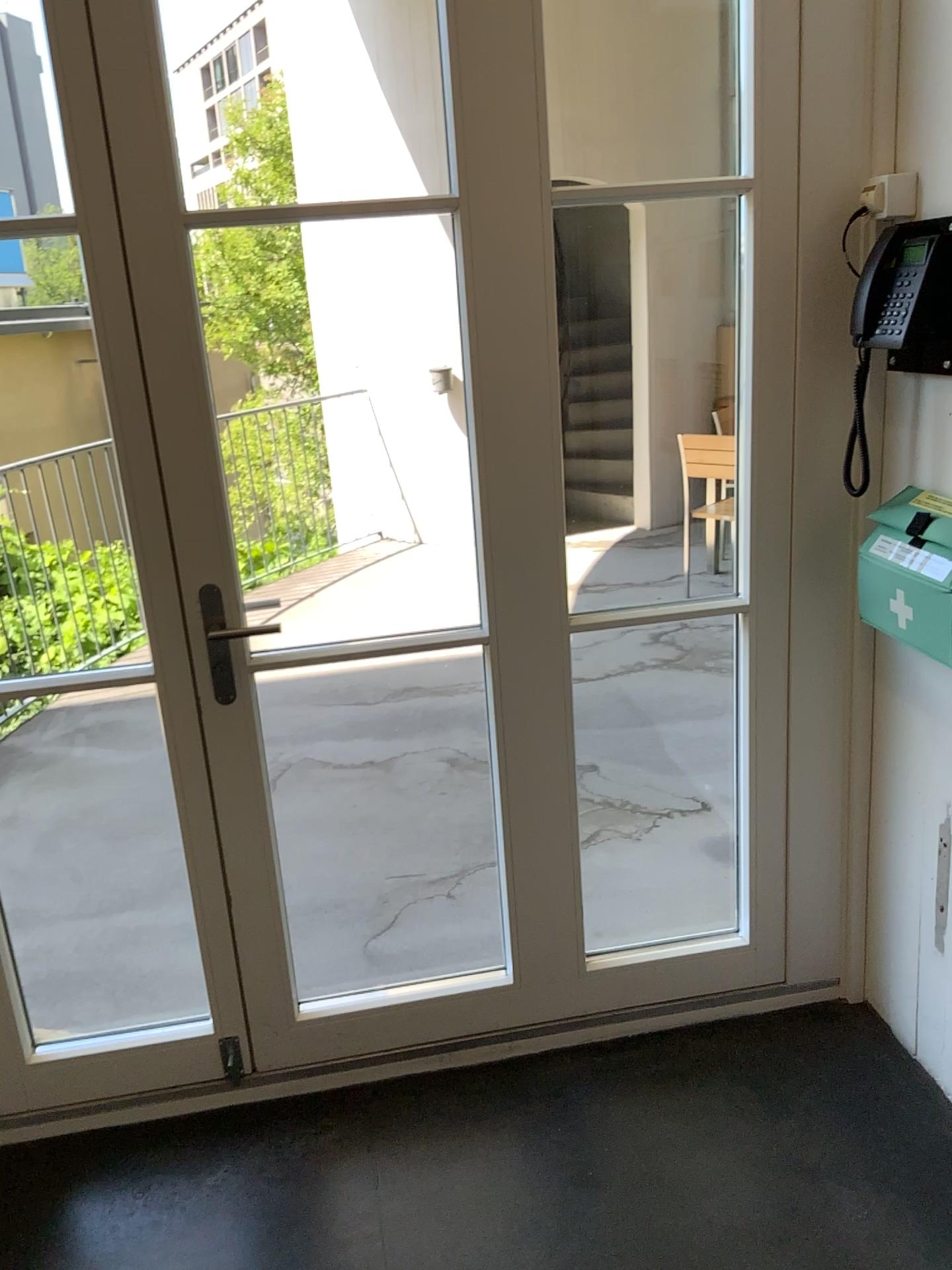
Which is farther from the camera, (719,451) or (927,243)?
(719,451)

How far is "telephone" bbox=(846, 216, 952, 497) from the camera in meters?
1.8 m

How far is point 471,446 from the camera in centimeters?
195cm

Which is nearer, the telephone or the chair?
the telephone

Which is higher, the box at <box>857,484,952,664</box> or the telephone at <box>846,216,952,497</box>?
the telephone at <box>846,216,952,497</box>

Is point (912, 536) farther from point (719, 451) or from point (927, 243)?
point (719, 451)

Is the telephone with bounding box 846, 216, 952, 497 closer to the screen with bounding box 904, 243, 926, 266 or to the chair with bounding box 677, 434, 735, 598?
the screen with bounding box 904, 243, 926, 266

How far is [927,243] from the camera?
1.8m

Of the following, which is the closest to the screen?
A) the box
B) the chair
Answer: the box

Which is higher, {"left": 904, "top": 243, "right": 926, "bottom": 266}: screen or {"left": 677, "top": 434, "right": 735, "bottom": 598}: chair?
{"left": 904, "top": 243, "right": 926, "bottom": 266}: screen
